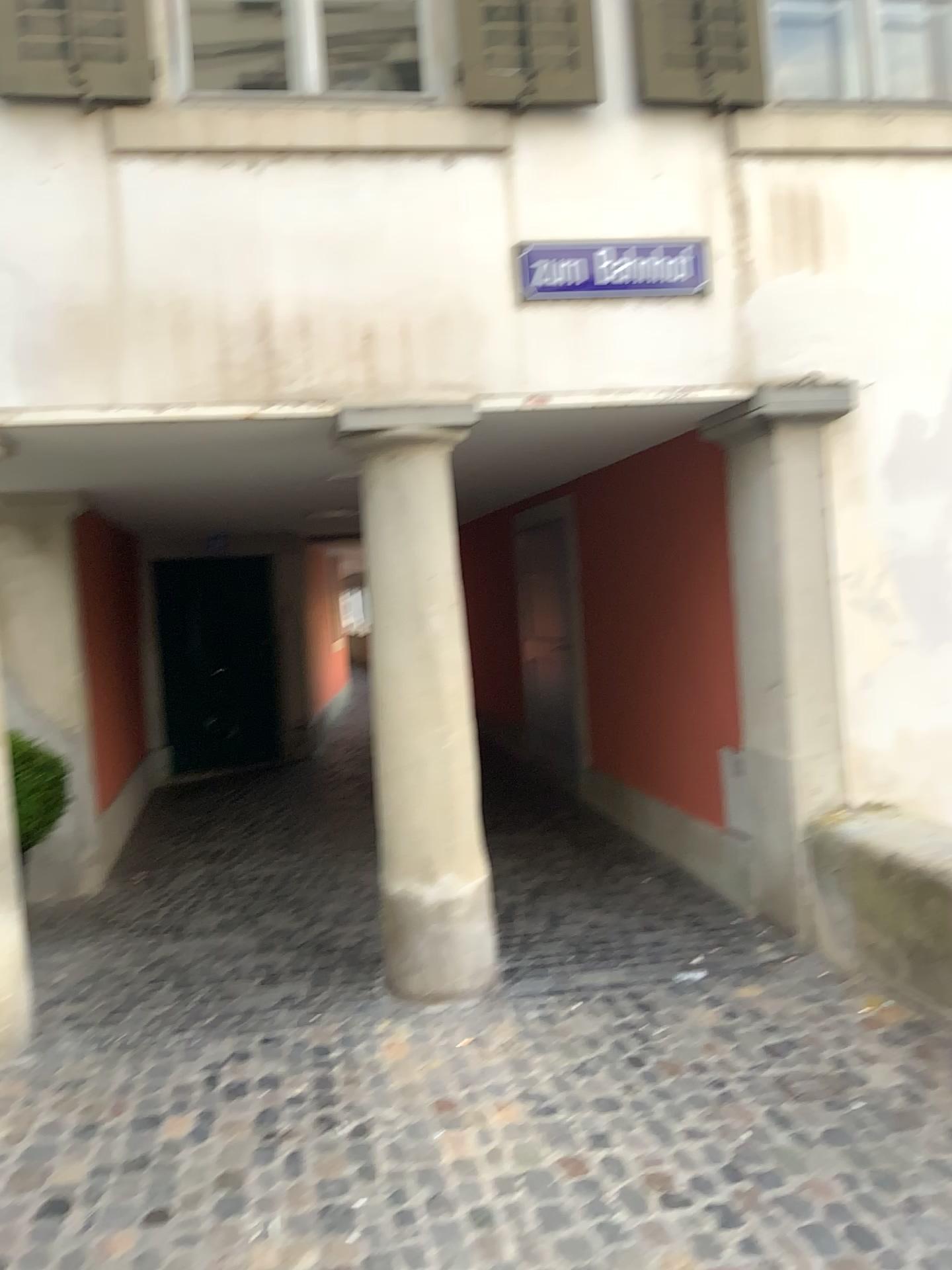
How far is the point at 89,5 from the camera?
3.5 meters

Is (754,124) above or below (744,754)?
above

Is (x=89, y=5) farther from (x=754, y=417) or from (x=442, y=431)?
(x=754, y=417)

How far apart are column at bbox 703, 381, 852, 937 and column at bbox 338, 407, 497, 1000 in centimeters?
115cm

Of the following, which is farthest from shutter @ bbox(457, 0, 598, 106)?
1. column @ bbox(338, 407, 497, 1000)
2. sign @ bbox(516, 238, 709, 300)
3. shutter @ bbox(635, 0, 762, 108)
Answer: column @ bbox(338, 407, 497, 1000)

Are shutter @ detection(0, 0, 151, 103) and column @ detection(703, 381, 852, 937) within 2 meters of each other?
no

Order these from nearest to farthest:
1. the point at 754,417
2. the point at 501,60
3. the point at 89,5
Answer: the point at 89,5 → the point at 501,60 → the point at 754,417

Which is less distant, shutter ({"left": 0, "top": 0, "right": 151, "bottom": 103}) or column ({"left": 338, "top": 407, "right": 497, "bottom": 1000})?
shutter ({"left": 0, "top": 0, "right": 151, "bottom": 103})

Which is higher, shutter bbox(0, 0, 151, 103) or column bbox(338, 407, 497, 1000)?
shutter bbox(0, 0, 151, 103)

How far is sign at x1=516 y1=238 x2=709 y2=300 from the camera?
4.0m
